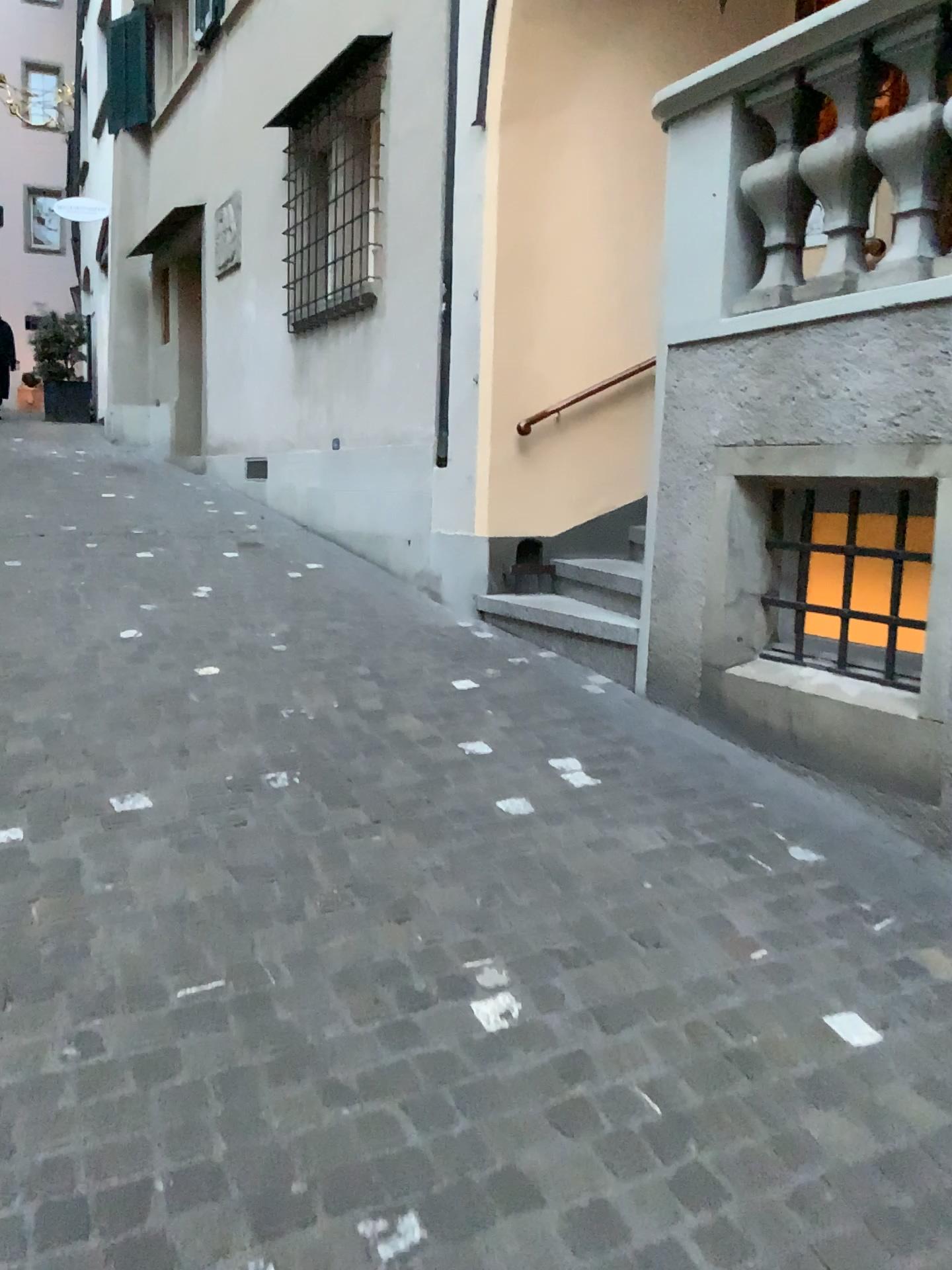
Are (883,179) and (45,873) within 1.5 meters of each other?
no
